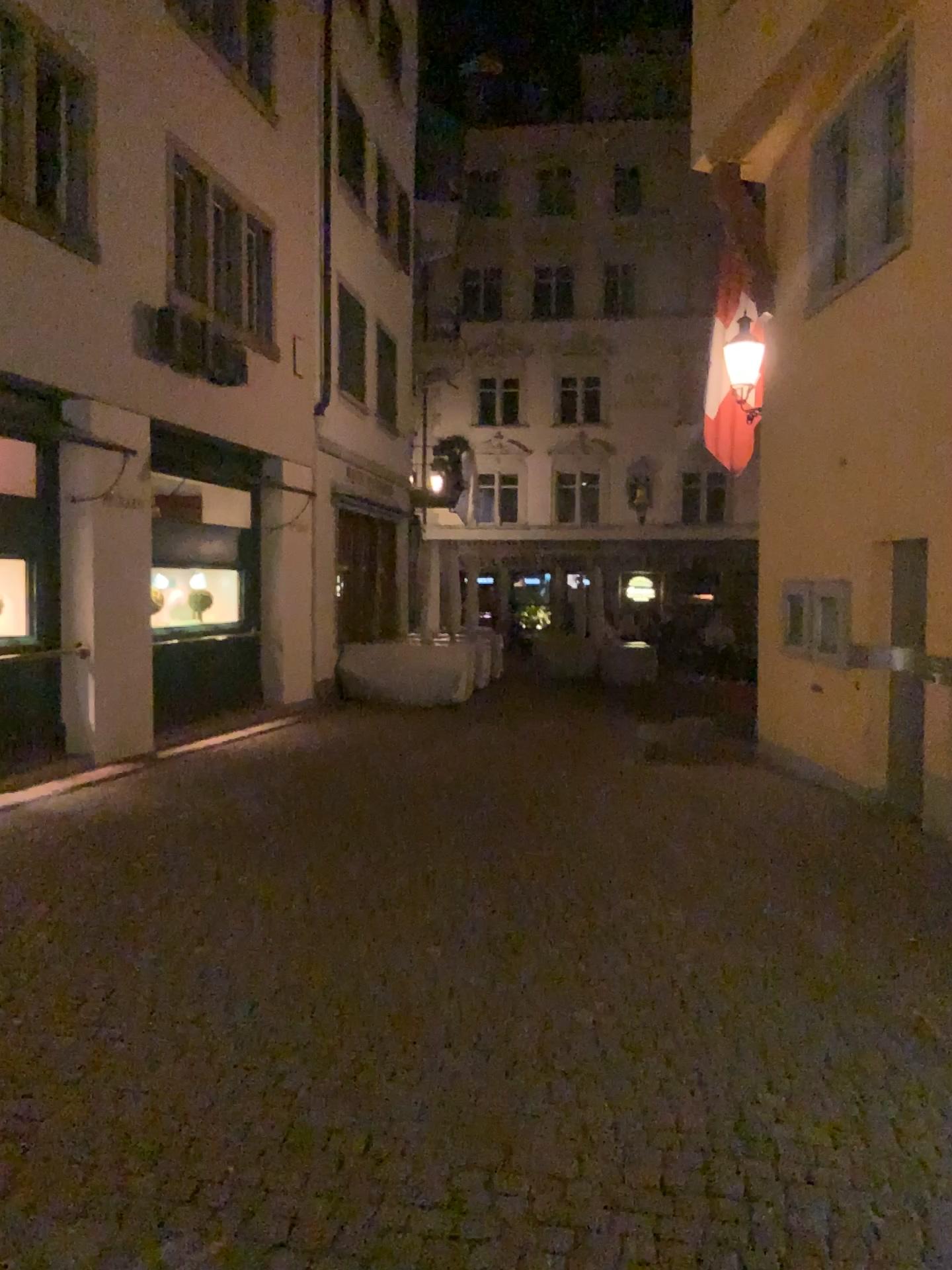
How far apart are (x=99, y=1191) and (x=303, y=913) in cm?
226
